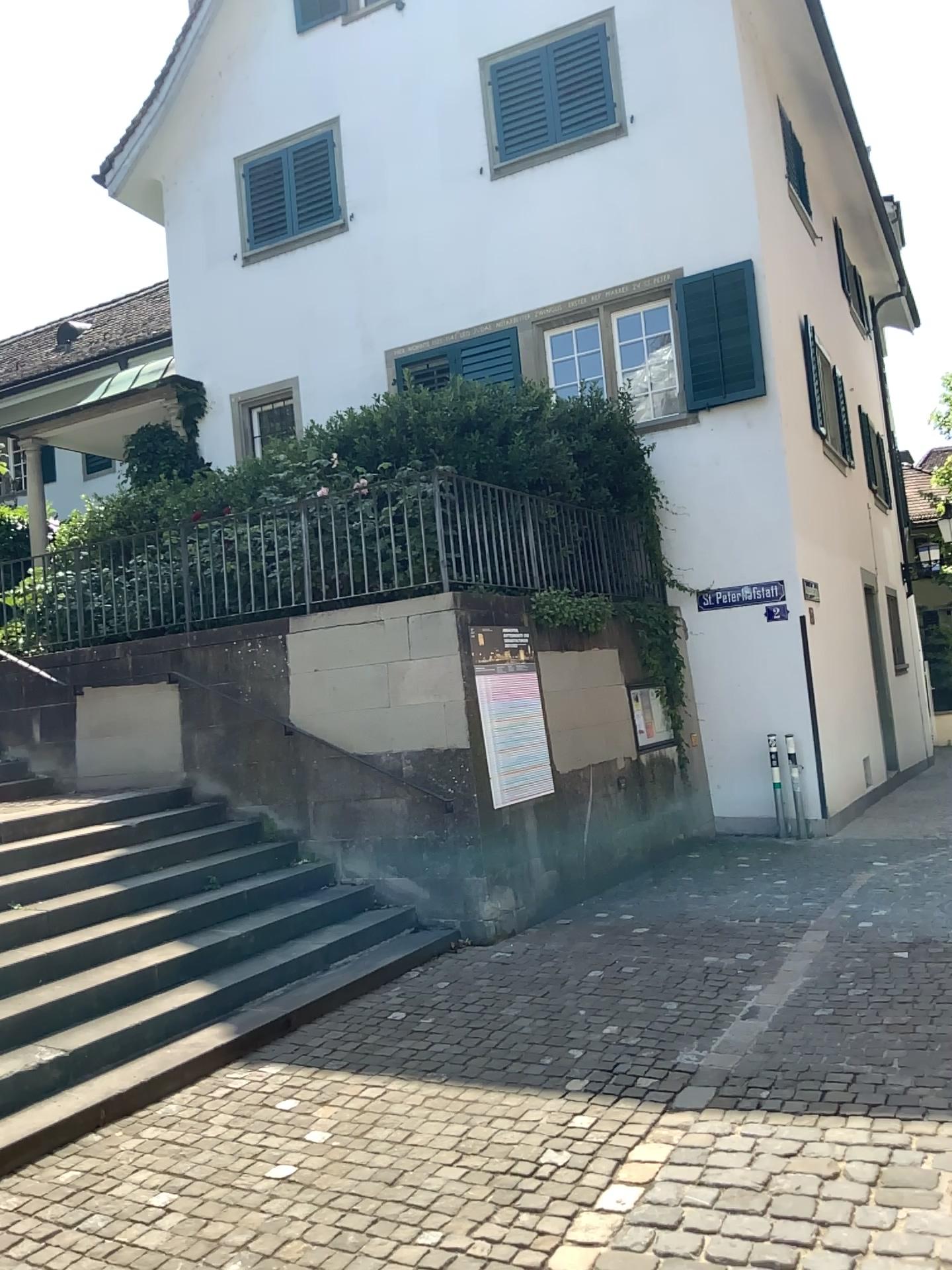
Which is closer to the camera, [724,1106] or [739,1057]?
[724,1106]
